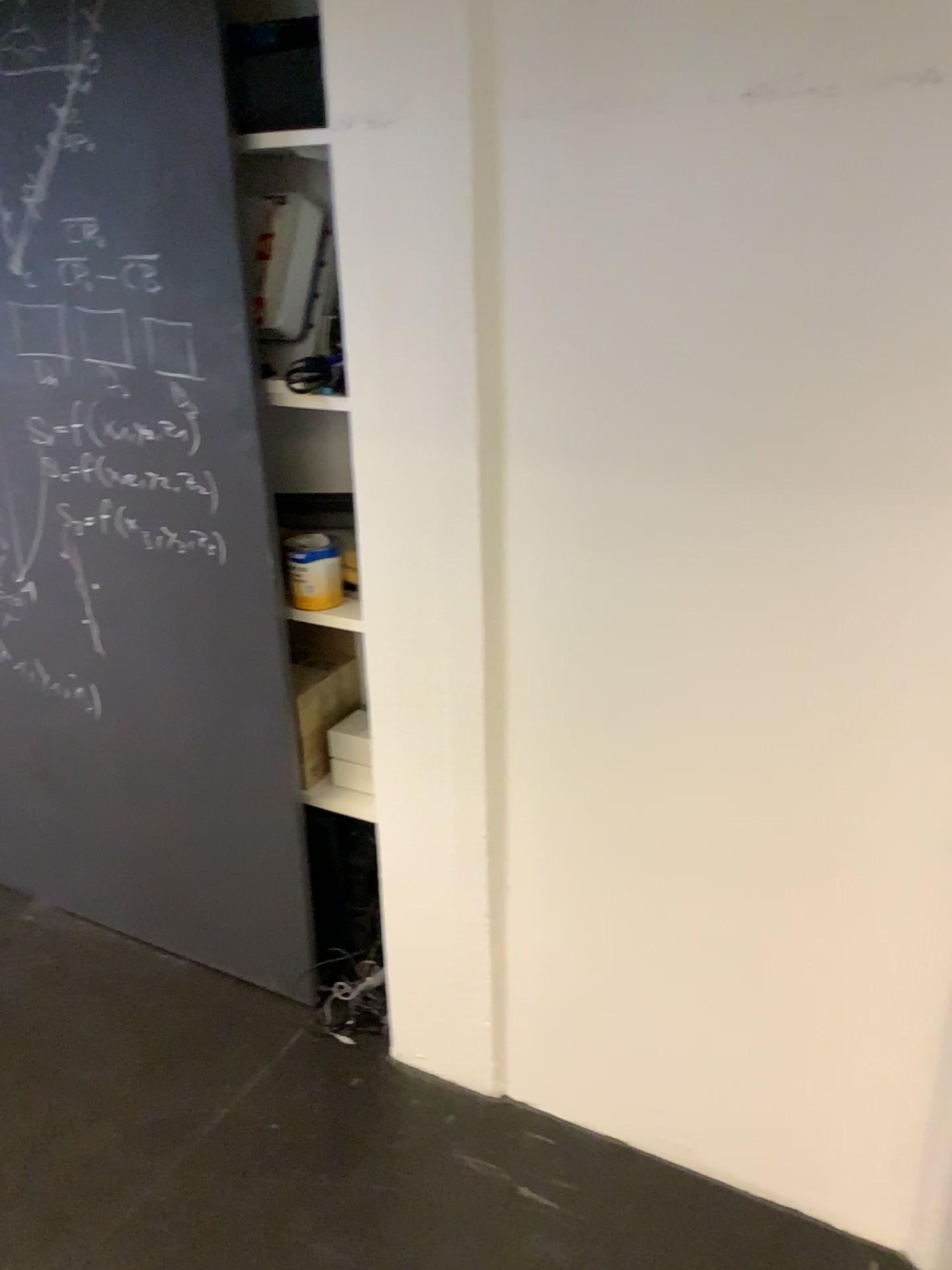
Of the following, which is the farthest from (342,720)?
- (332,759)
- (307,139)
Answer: (307,139)

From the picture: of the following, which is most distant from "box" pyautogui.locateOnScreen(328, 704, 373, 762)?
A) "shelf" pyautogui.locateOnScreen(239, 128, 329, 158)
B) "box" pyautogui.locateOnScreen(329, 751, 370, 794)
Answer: "shelf" pyautogui.locateOnScreen(239, 128, 329, 158)

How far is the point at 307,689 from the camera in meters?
2.1 m

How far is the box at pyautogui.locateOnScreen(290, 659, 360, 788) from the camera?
2.1m

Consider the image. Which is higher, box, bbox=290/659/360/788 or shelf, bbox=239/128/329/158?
shelf, bbox=239/128/329/158

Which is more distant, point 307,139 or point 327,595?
point 327,595

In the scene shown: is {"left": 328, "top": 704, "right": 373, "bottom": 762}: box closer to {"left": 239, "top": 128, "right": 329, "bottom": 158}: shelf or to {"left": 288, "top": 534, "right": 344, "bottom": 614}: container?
{"left": 288, "top": 534, "right": 344, "bottom": 614}: container

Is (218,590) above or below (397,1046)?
above

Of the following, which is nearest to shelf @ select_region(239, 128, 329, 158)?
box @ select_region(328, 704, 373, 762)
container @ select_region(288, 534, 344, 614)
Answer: container @ select_region(288, 534, 344, 614)

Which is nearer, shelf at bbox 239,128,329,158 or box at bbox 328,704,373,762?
shelf at bbox 239,128,329,158
